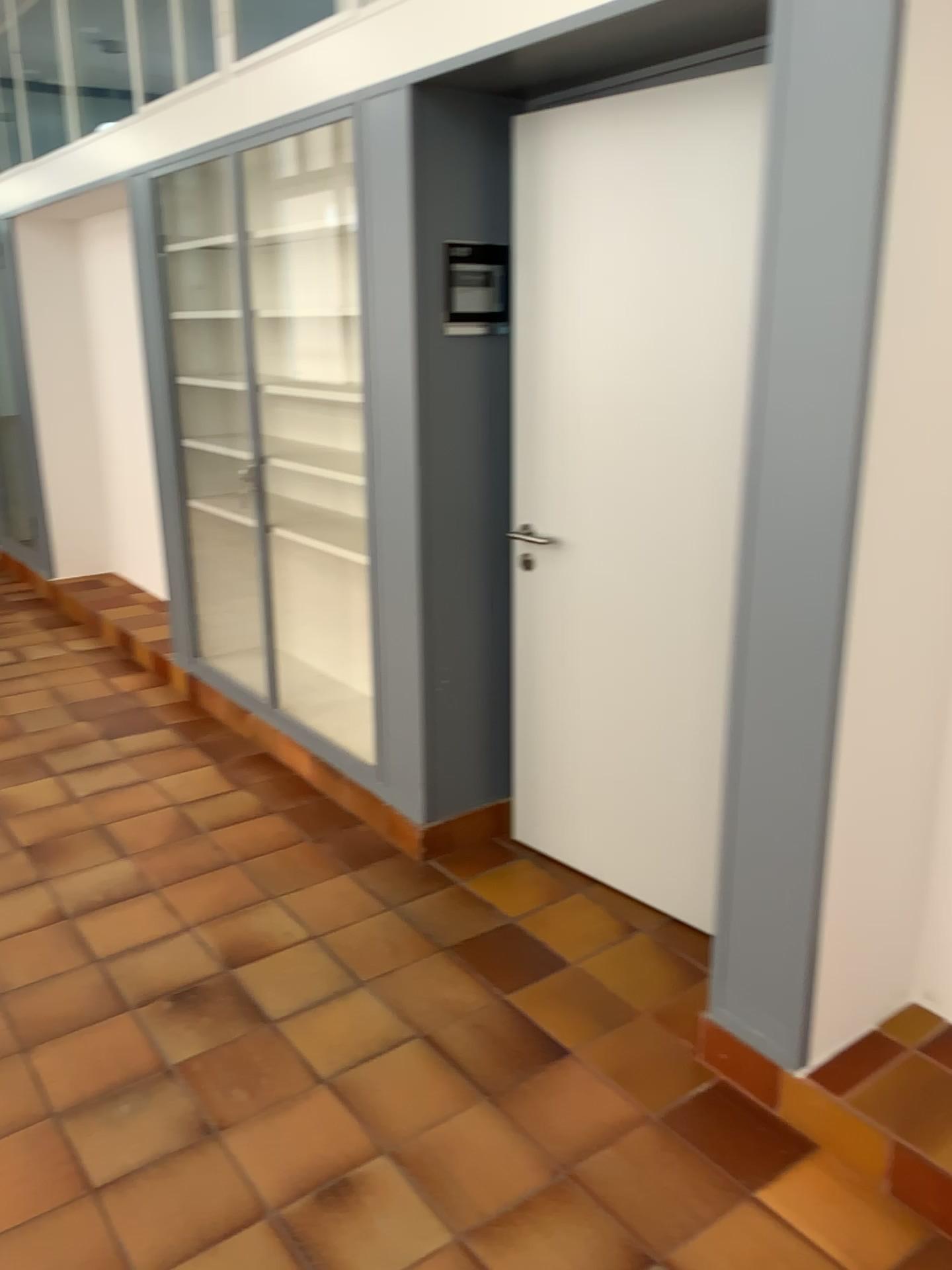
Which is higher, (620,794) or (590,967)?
(620,794)

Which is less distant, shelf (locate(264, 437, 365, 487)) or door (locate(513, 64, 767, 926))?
door (locate(513, 64, 767, 926))

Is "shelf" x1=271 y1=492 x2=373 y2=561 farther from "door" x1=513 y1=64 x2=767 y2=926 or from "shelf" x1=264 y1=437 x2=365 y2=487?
"door" x1=513 y1=64 x2=767 y2=926

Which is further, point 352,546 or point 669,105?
point 352,546

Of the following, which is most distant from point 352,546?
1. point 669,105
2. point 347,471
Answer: point 669,105

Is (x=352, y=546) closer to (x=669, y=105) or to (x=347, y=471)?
(x=347, y=471)

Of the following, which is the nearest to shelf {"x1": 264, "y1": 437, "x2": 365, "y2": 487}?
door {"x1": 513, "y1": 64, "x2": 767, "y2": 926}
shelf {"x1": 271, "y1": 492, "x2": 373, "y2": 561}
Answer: A: shelf {"x1": 271, "y1": 492, "x2": 373, "y2": 561}

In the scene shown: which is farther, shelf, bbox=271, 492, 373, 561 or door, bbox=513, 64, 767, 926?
shelf, bbox=271, 492, 373, 561
